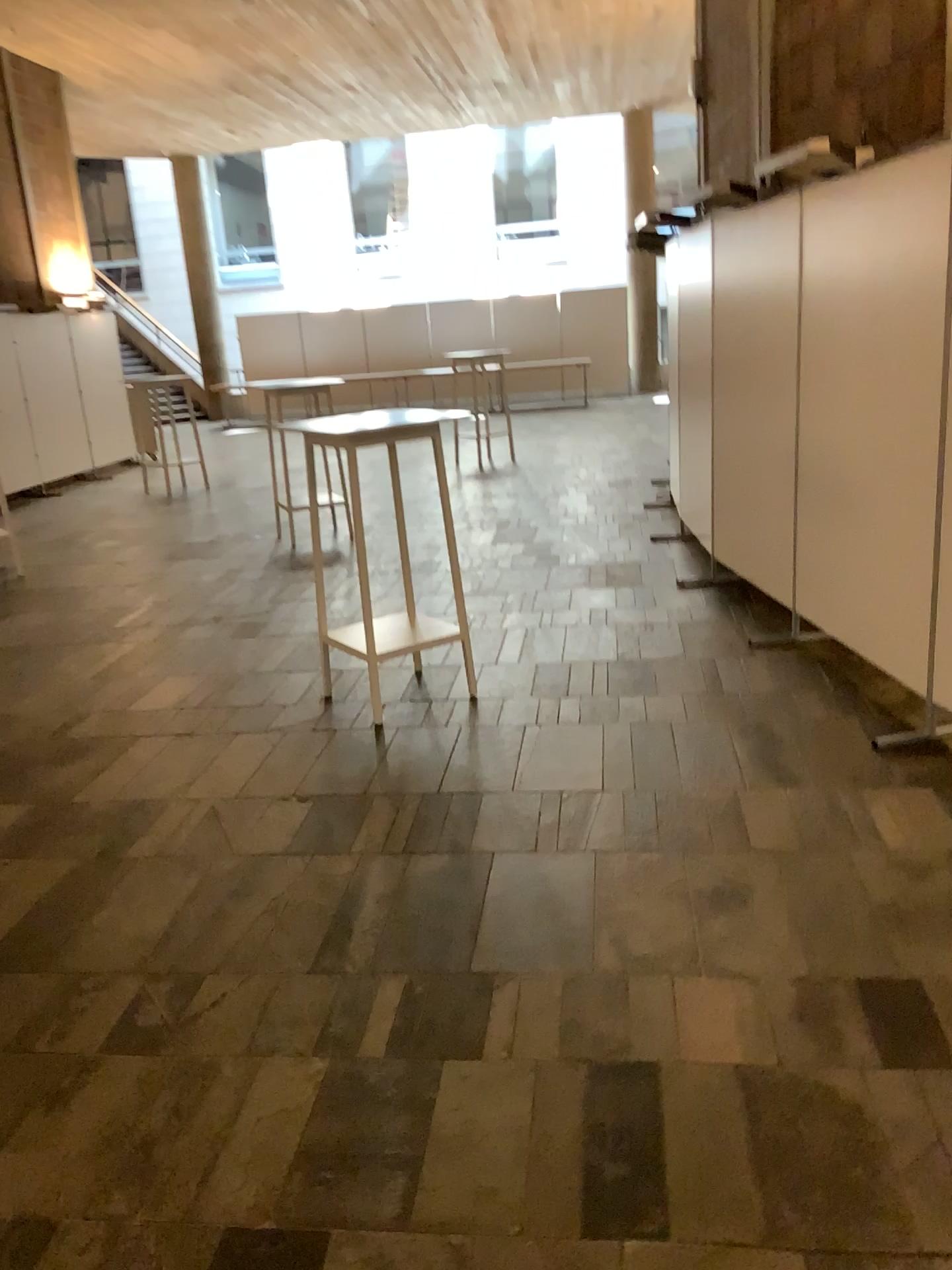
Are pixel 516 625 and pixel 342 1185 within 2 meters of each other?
no
